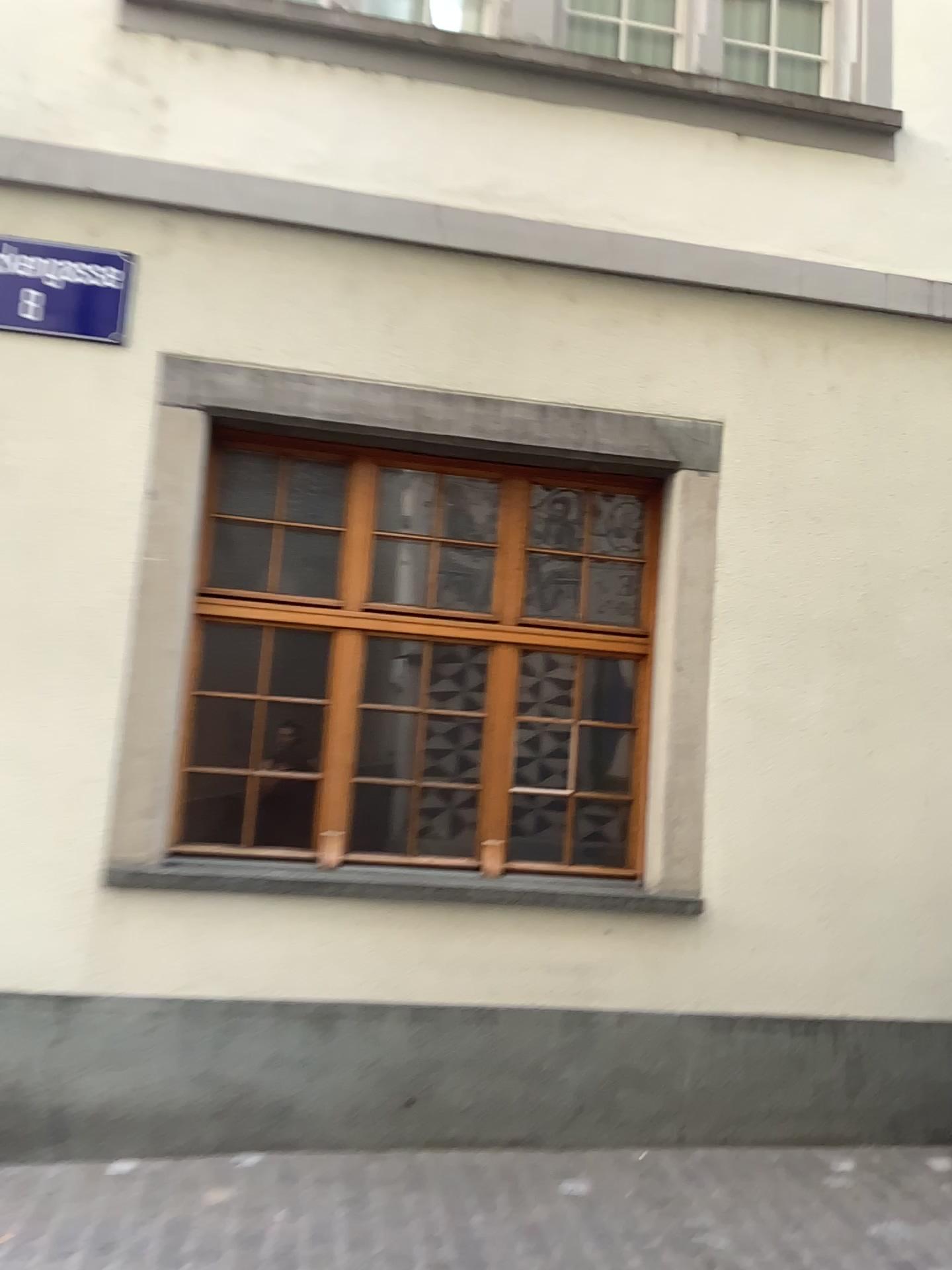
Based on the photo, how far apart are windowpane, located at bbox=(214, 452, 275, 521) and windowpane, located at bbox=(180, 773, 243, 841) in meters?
1.2

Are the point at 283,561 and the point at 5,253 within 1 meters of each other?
no

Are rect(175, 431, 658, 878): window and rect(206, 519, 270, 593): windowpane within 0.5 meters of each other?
yes

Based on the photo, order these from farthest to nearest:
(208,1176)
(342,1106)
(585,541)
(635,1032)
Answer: (585,541) < (635,1032) < (342,1106) < (208,1176)

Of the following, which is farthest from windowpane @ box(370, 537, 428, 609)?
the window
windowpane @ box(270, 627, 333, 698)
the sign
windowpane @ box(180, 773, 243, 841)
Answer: the sign

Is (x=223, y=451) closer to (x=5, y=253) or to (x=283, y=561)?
(x=283, y=561)

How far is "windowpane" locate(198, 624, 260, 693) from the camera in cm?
452

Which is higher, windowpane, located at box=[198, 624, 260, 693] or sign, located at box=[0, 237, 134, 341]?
sign, located at box=[0, 237, 134, 341]

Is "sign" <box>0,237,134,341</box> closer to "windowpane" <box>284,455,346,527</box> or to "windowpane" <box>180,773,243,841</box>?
"windowpane" <box>284,455,346,527</box>

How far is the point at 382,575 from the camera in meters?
4.7
